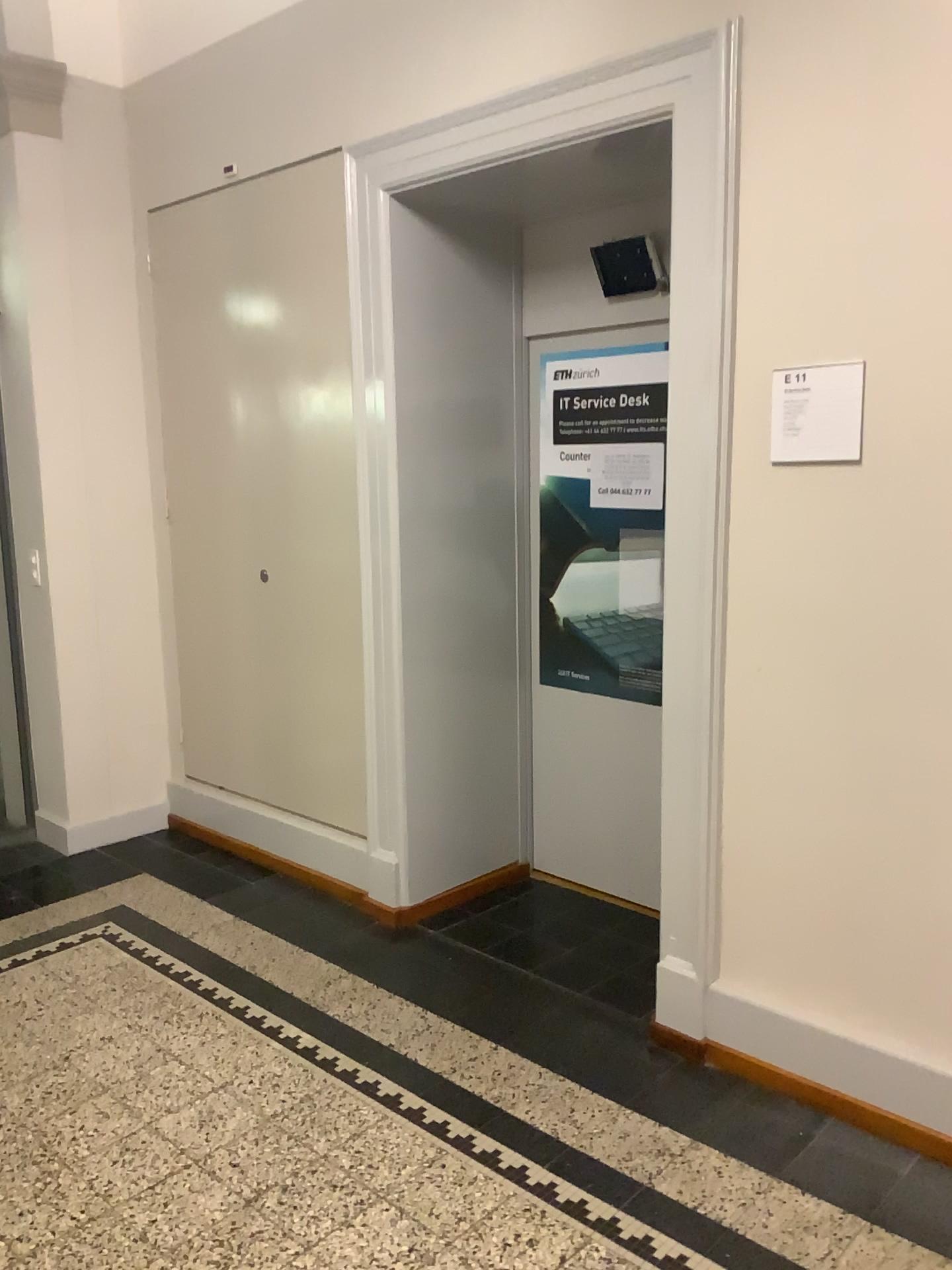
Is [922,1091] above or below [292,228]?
below

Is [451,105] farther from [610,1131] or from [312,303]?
[610,1131]

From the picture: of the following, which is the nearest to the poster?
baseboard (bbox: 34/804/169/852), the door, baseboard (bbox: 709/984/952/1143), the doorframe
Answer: the door

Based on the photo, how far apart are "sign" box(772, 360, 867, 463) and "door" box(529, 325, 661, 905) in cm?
97

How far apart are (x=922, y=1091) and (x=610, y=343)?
2.33m

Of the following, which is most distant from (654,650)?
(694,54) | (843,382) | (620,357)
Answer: (694,54)

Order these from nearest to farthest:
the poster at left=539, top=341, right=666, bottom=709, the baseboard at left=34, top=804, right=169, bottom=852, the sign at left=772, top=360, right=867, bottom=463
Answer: the sign at left=772, top=360, right=867, bottom=463 < the poster at left=539, top=341, right=666, bottom=709 < the baseboard at left=34, top=804, right=169, bottom=852

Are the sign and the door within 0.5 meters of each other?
no

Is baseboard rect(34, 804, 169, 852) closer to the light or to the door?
the door

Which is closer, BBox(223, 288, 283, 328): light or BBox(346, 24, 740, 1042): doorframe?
BBox(346, 24, 740, 1042): doorframe
